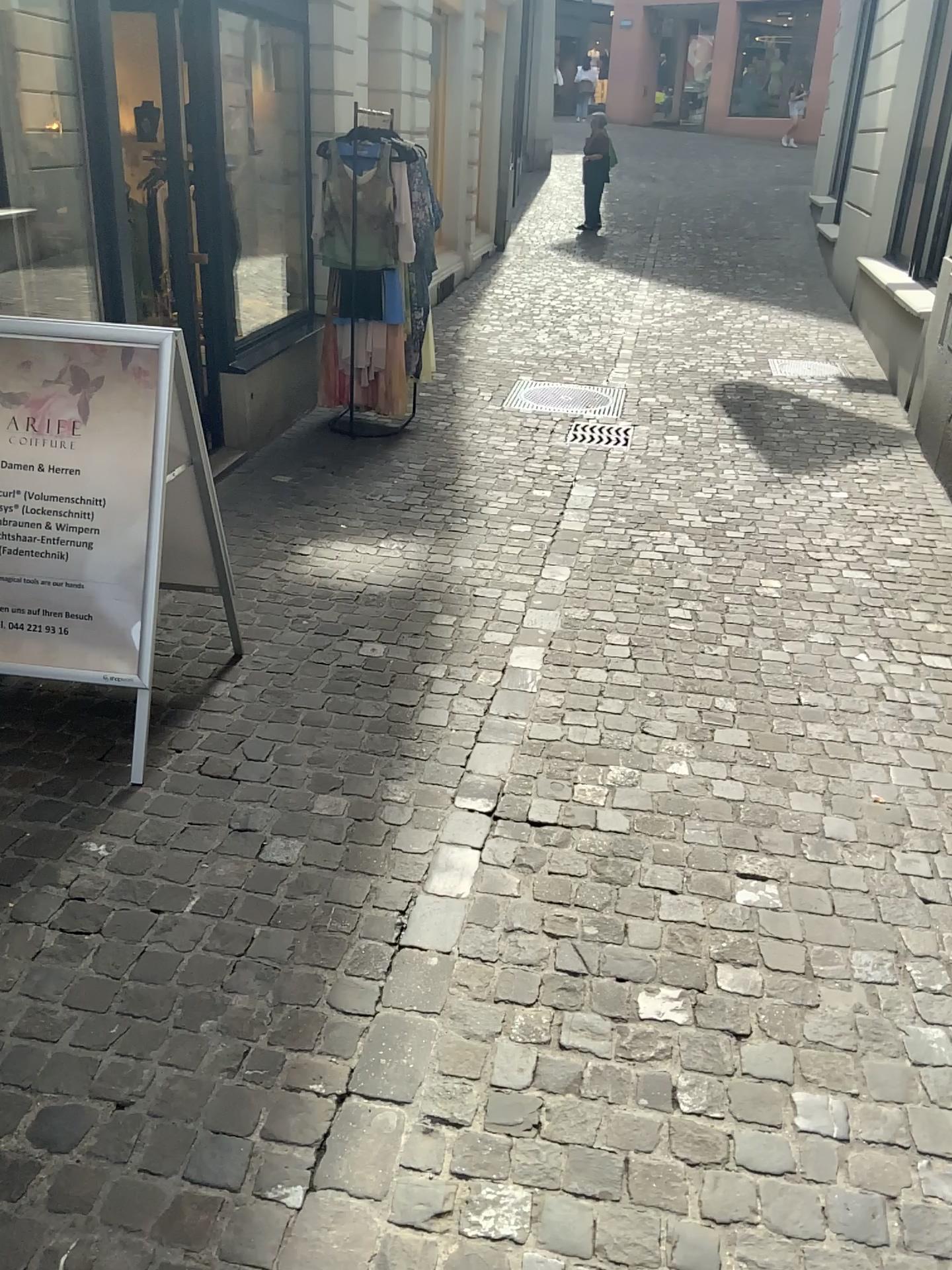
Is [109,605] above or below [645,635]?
above

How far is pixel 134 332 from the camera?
2.69m

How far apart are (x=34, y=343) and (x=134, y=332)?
0.3m

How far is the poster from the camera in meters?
2.7

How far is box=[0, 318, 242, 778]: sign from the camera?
2.7 meters

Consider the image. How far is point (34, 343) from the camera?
2.69m
